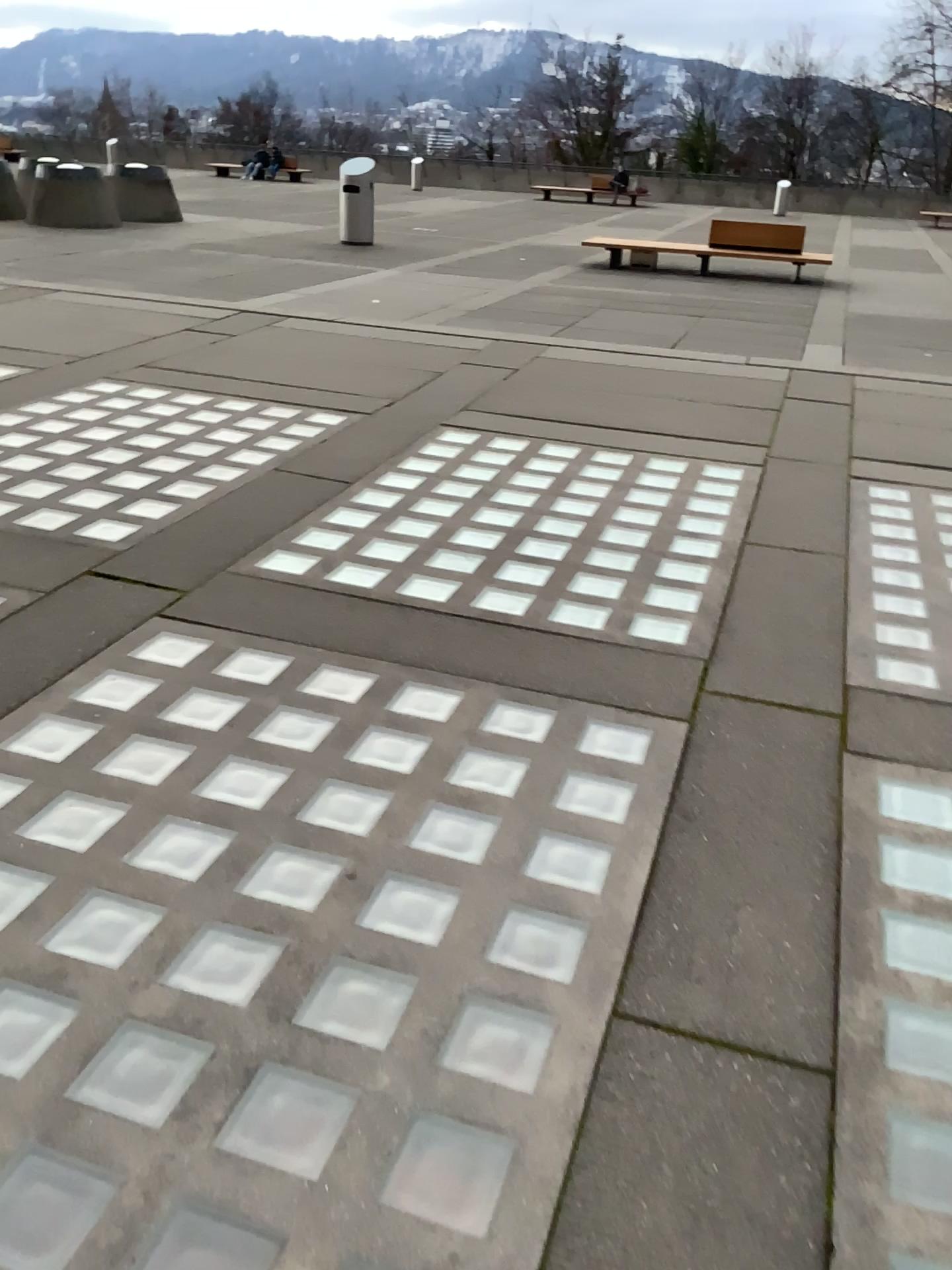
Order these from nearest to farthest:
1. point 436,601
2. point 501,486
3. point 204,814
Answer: point 204,814
point 436,601
point 501,486
